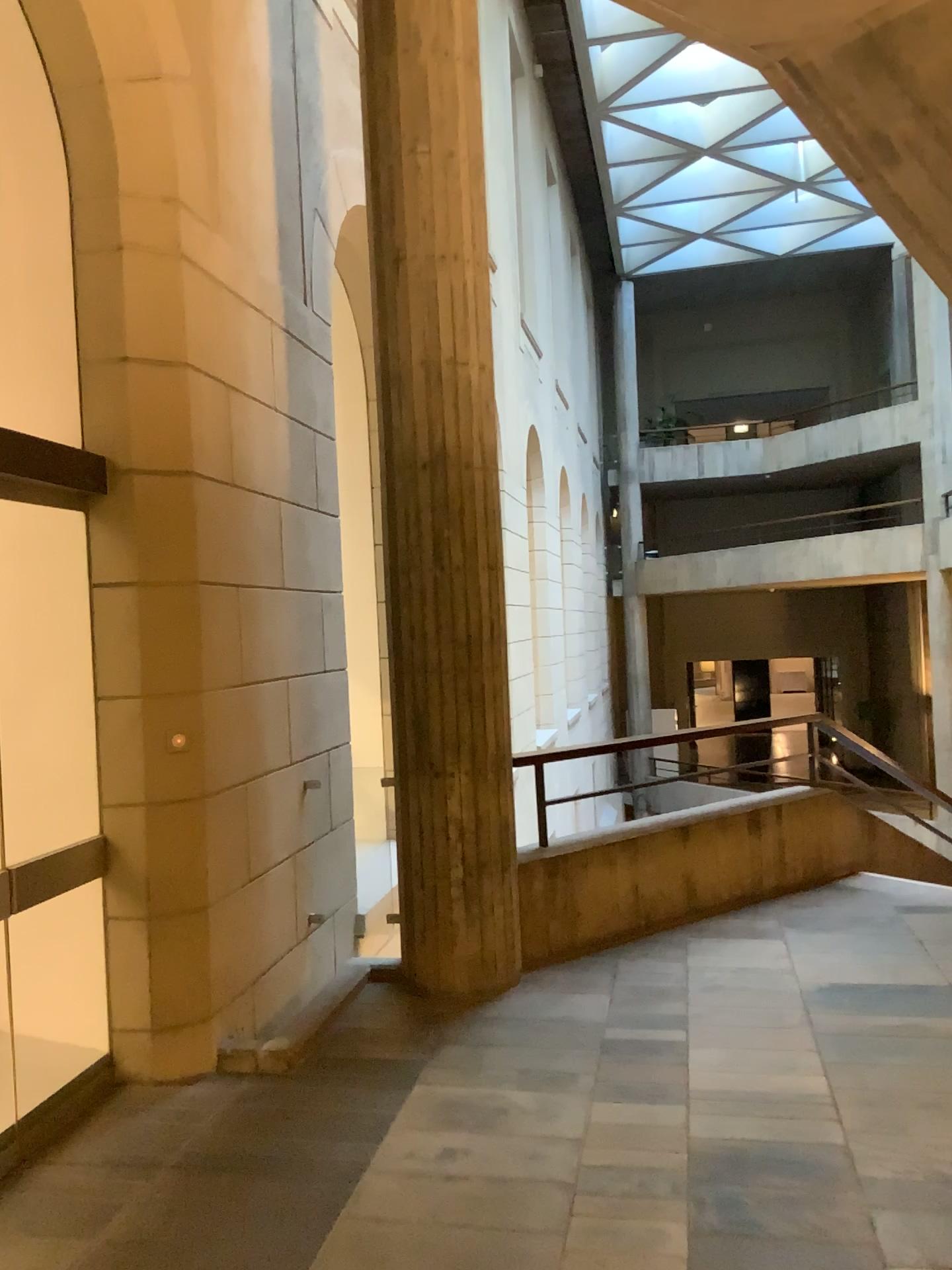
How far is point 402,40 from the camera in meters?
4.4

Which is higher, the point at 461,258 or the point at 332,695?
the point at 461,258

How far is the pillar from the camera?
4.36m
